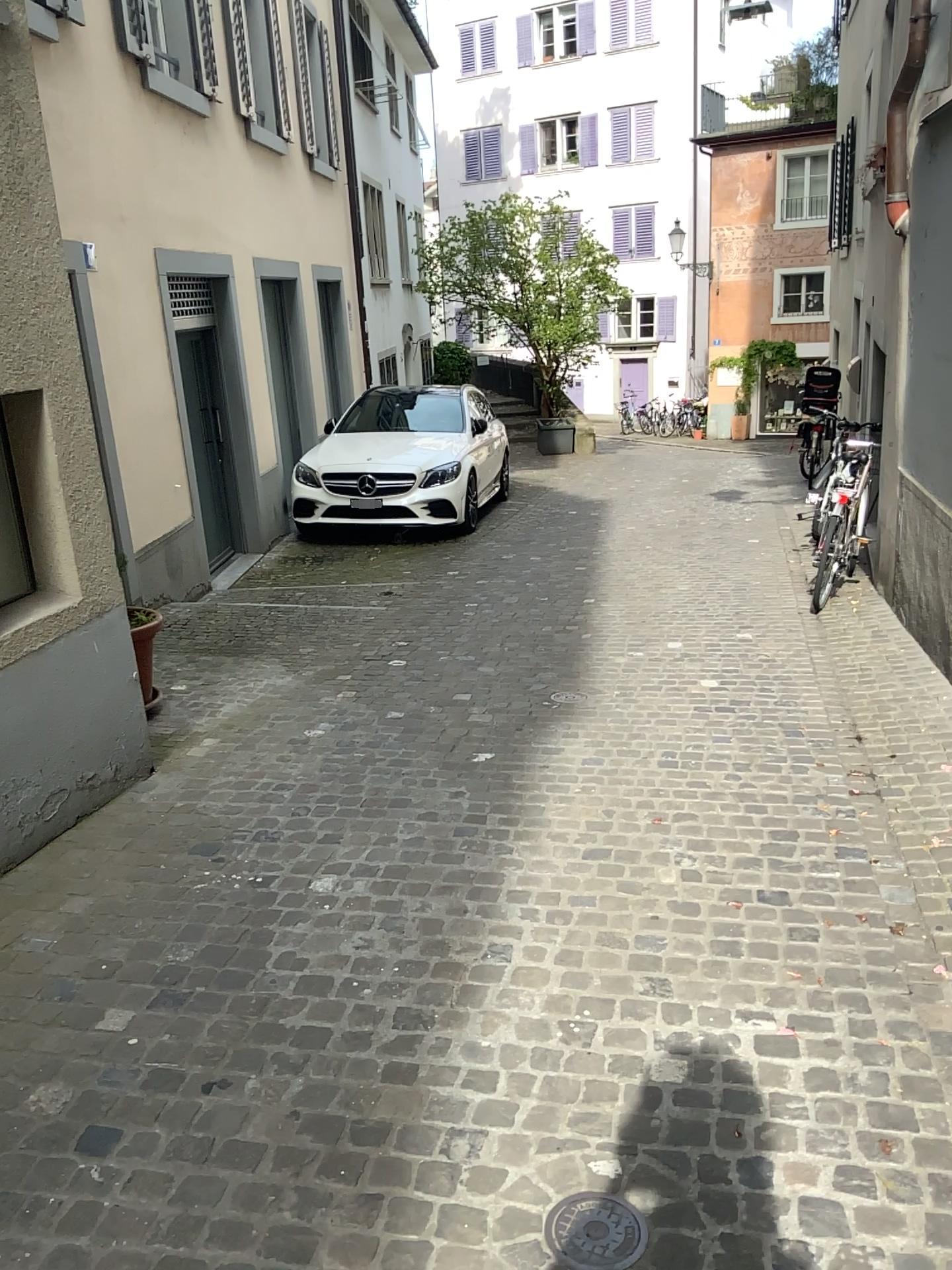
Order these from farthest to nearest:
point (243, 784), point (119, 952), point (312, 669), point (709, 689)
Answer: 1. point (312, 669)
2. point (709, 689)
3. point (243, 784)
4. point (119, 952)

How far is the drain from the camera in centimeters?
188cm

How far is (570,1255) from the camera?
1.9 meters

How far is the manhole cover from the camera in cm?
188

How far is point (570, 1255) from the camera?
1.88m
